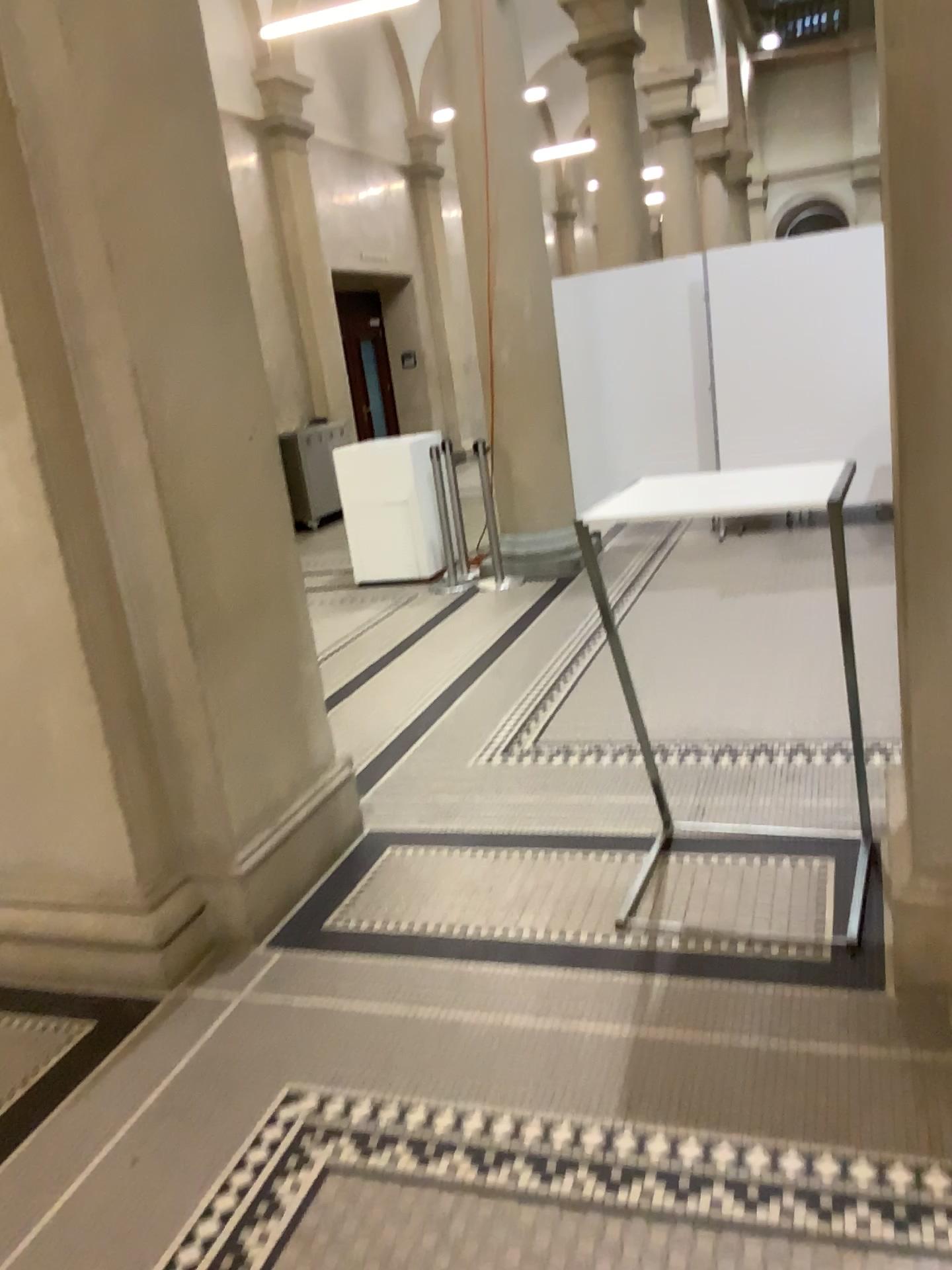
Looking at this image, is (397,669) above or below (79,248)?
below
